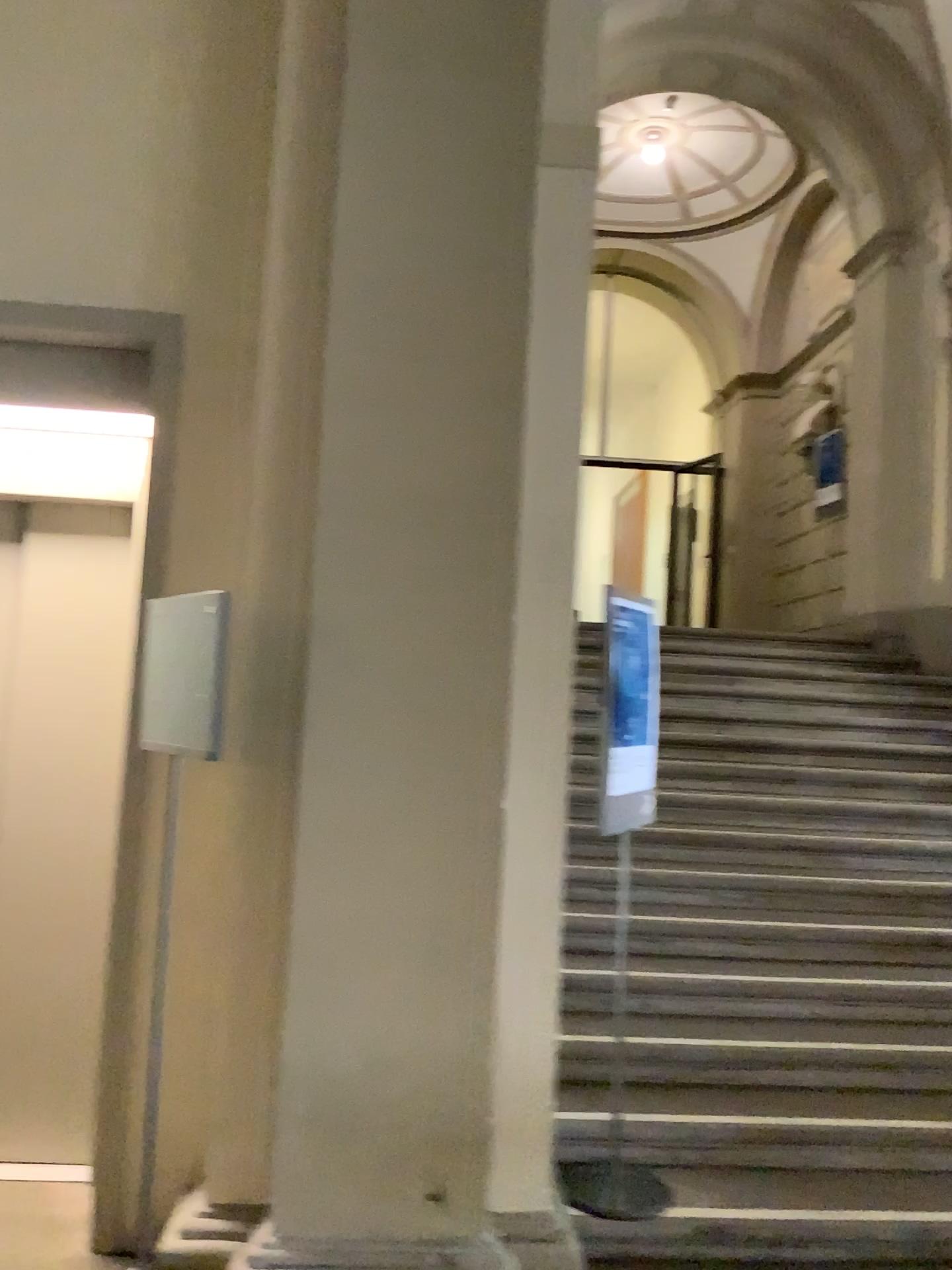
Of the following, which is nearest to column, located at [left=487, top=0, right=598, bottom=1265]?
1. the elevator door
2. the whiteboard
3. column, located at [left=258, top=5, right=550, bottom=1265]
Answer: column, located at [left=258, top=5, right=550, bottom=1265]

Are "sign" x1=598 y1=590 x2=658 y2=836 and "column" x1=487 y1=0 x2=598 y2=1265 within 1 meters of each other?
yes

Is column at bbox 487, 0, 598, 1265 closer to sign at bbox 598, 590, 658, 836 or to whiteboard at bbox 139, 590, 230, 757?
sign at bbox 598, 590, 658, 836

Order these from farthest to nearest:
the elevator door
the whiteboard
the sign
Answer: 1. the elevator door
2. the sign
3. the whiteboard

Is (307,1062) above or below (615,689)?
below

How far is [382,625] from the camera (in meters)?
2.72

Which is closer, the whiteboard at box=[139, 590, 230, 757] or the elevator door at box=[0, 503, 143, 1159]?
the whiteboard at box=[139, 590, 230, 757]

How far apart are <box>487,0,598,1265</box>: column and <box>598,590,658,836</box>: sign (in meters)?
0.27

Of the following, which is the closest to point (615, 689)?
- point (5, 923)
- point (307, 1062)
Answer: point (307, 1062)

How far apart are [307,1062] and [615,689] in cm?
134
